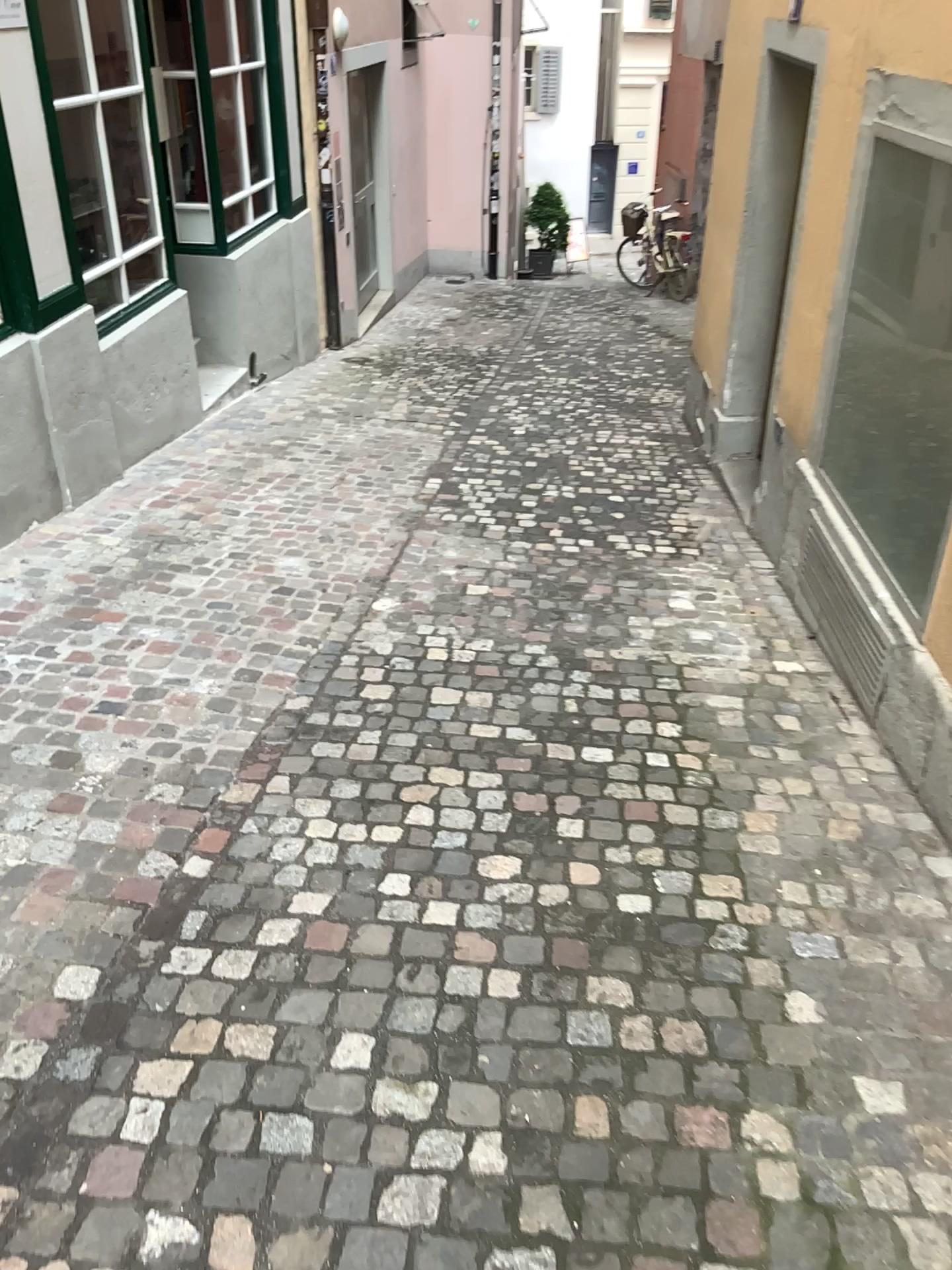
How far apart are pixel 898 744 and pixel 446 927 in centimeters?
153cm
